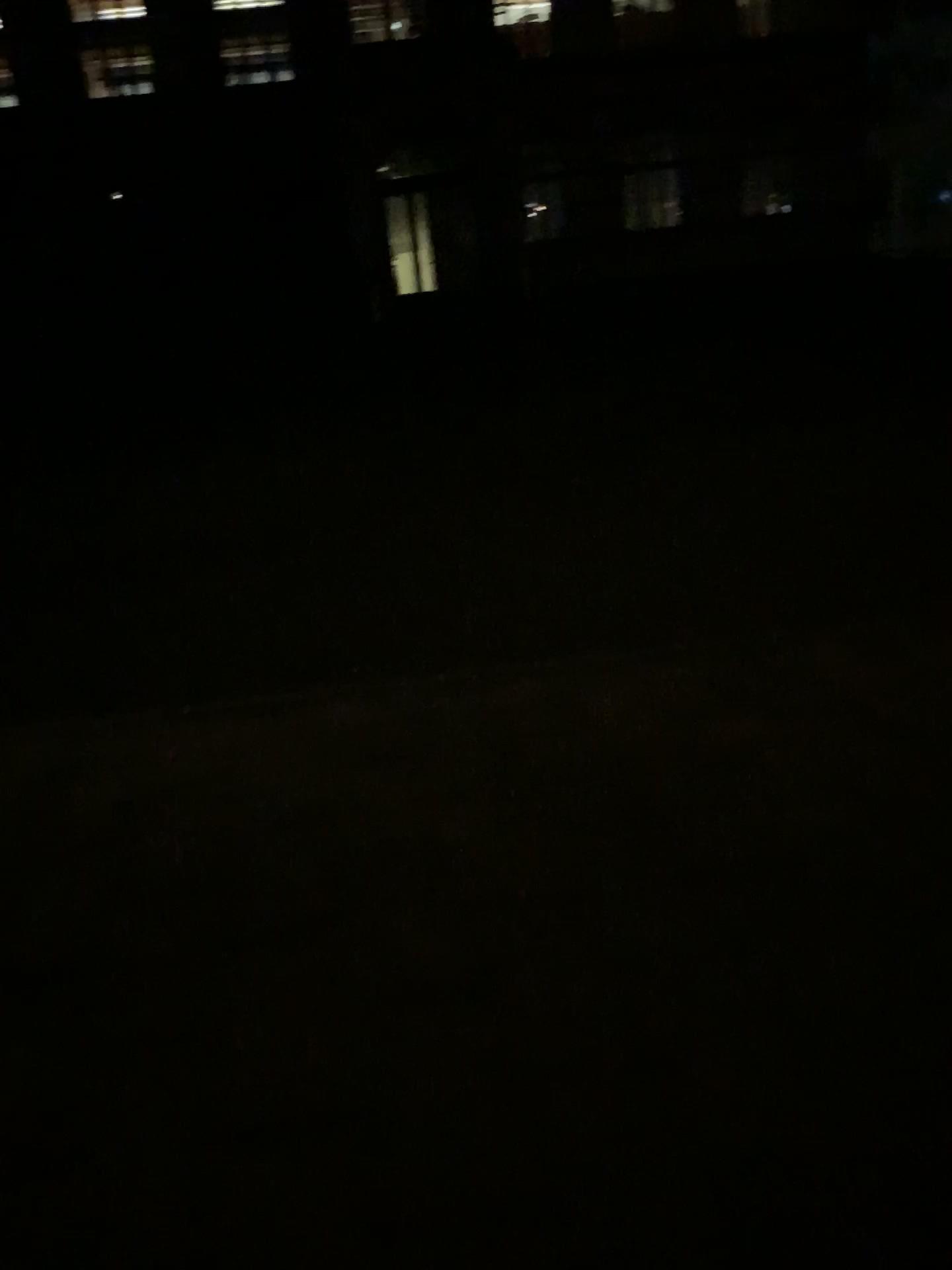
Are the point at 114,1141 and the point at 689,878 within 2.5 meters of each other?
yes
